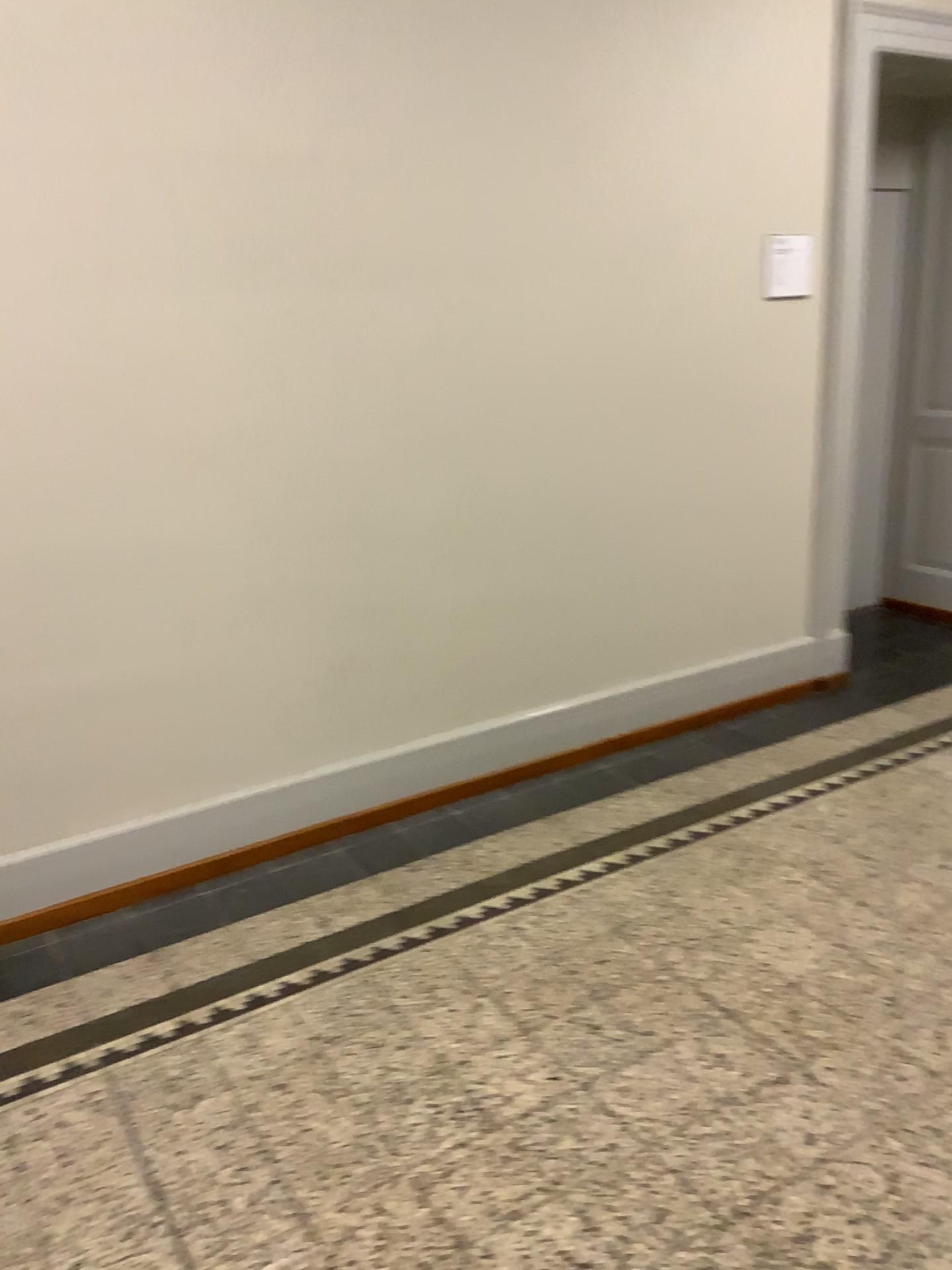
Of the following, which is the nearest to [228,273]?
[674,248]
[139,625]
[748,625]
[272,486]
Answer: [272,486]
